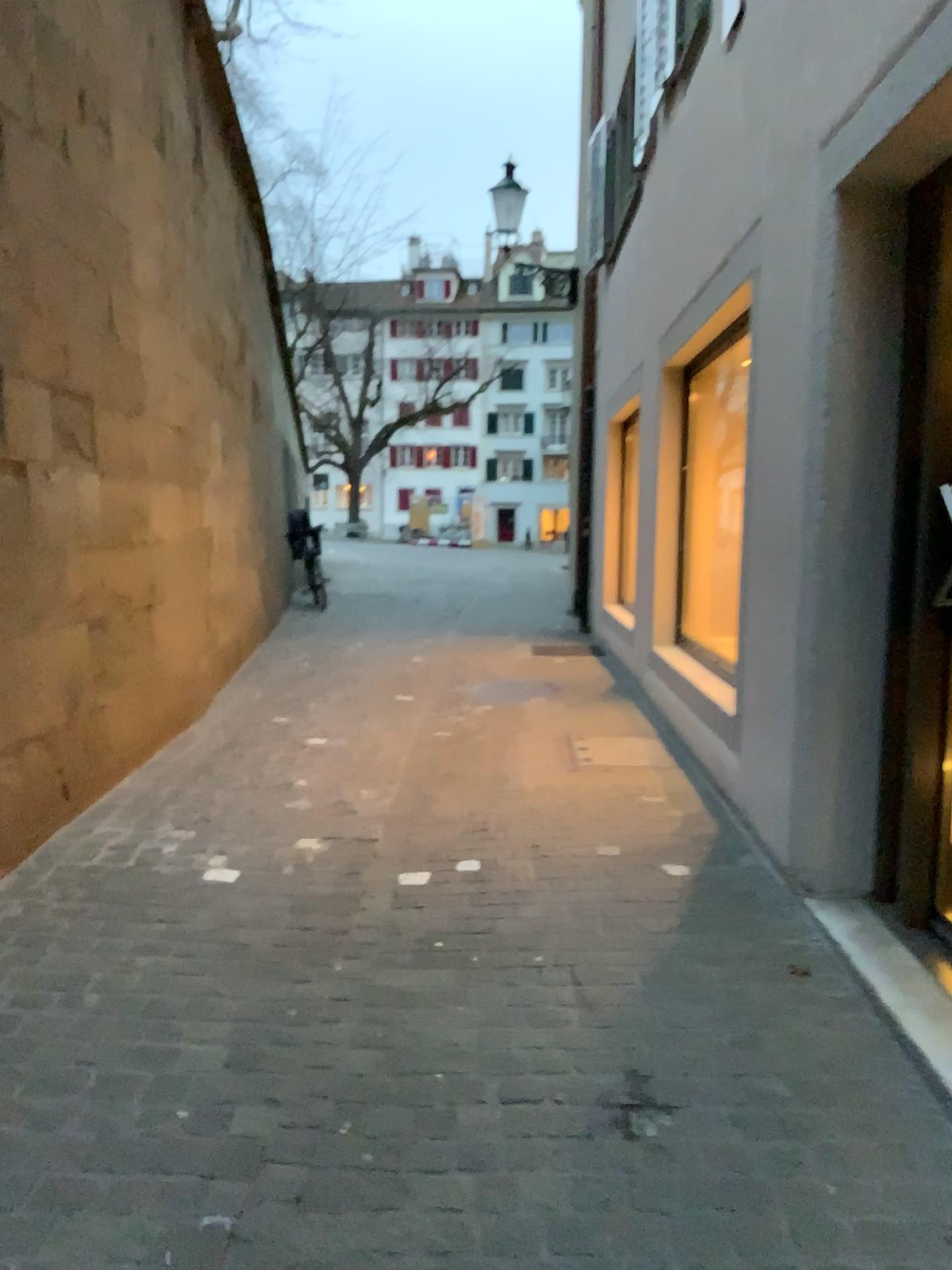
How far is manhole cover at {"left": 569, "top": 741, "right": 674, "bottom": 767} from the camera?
5.03m

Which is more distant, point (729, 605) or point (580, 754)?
point (580, 754)

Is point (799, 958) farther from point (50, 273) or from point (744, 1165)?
point (50, 273)

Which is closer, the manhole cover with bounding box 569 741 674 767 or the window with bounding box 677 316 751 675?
the window with bounding box 677 316 751 675

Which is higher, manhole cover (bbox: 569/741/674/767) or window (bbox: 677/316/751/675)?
window (bbox: 677/316/751/675)

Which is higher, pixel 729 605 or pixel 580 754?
pixel 729 605

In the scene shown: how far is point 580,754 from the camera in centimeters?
503cm
